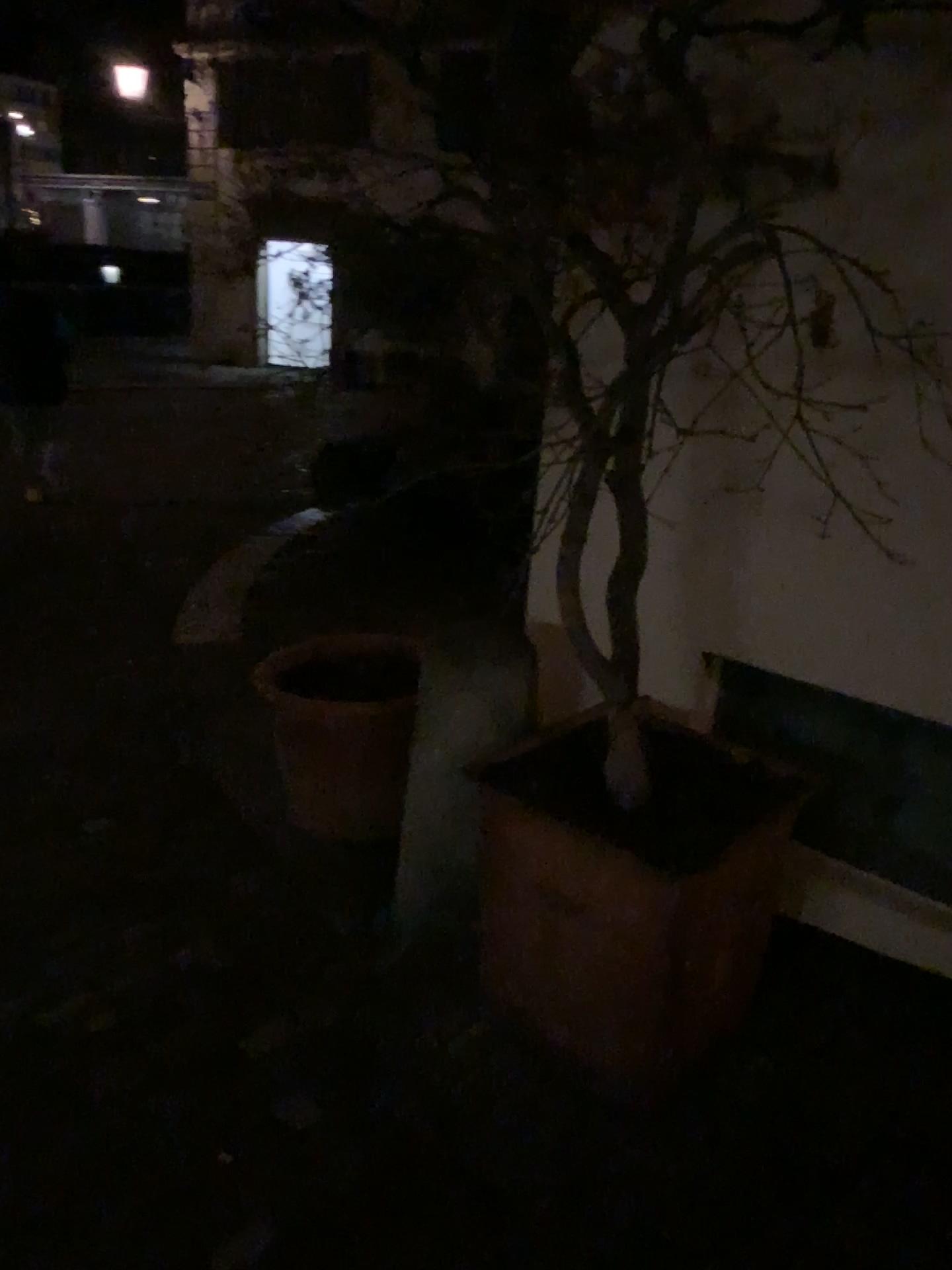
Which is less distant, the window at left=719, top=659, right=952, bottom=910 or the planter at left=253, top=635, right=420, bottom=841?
the window at left=719, top=659, right=952, bottom=910

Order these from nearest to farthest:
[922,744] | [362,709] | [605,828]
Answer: [605,828], [922,744], [362,709]

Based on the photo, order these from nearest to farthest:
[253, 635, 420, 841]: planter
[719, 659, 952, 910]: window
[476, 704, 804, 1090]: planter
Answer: [476, 704, 804, 1090]: planter, [719, 659, 952, 910]: window, [253, 635, 420, 841]: planter

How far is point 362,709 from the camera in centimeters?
261cm

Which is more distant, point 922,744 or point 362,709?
point 362,709

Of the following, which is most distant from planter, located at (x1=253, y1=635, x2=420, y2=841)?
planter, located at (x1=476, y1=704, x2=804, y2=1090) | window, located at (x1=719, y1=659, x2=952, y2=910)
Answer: window, located at (x1=719, y1=659, x2=952, y2=910)

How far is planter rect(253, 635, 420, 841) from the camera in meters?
2.6 m

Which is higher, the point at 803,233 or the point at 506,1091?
the point at 803,233

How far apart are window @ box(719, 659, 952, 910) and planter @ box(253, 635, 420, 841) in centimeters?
73cm

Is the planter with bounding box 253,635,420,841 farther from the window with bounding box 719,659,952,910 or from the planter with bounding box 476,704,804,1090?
the window with bounding box 719,659,952,910
